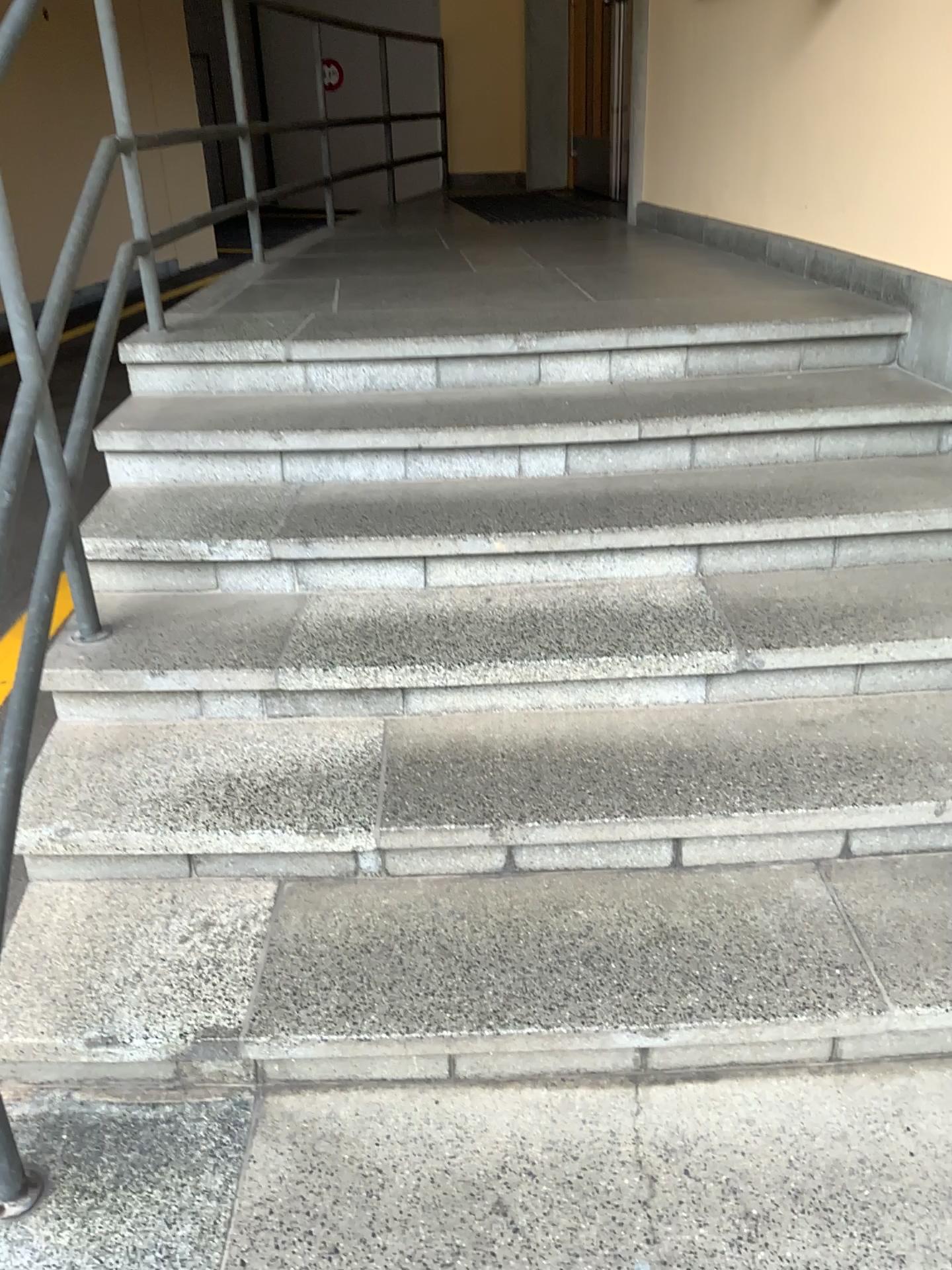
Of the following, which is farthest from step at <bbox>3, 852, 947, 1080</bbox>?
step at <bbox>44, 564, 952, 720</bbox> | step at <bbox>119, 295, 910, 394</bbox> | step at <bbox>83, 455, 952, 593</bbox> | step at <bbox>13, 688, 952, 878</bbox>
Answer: step at <bbox>119, 295, 910, 394</bbox>

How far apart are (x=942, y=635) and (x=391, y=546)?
1.15m

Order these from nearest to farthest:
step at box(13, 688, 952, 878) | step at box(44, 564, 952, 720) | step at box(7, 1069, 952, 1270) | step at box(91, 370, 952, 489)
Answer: step at box(7, 1069, 952, 1270)
step at box(13, 688, 952, 878)
step at box(44, 564, 952, 720)
step at box(91, 370, 952, 489)

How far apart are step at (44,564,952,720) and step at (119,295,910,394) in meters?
0.7

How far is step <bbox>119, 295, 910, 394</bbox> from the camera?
2.7 meters

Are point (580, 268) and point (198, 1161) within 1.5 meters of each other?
no

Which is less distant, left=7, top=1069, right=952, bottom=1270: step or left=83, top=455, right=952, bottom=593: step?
left=7, top=1069, right=952, bottom=1270: step

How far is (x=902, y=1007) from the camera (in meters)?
1.61

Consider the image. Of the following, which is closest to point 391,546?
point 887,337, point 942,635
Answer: point 942,635

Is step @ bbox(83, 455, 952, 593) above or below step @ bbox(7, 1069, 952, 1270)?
above
